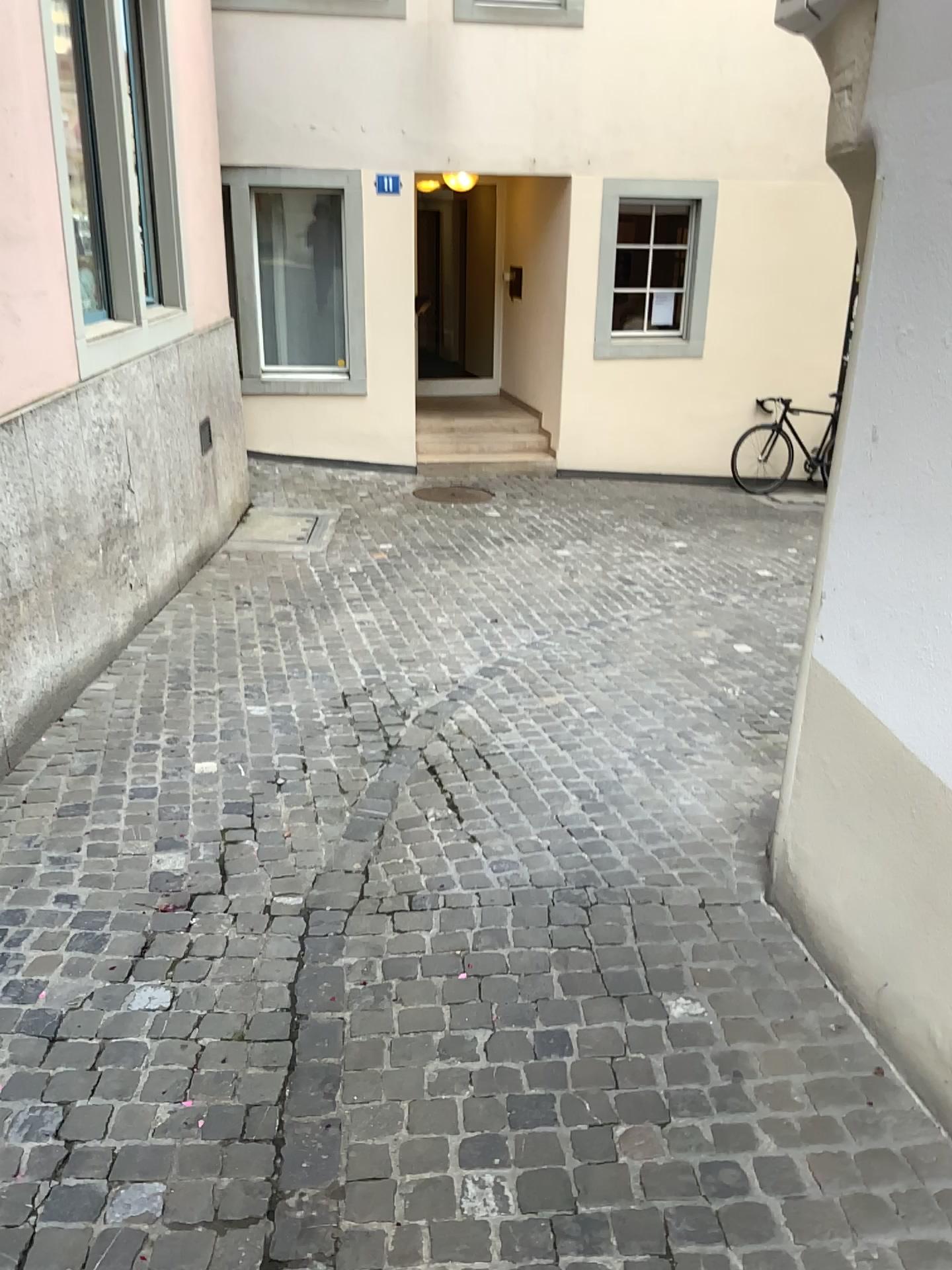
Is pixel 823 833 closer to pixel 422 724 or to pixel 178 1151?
pixel 178 1151
